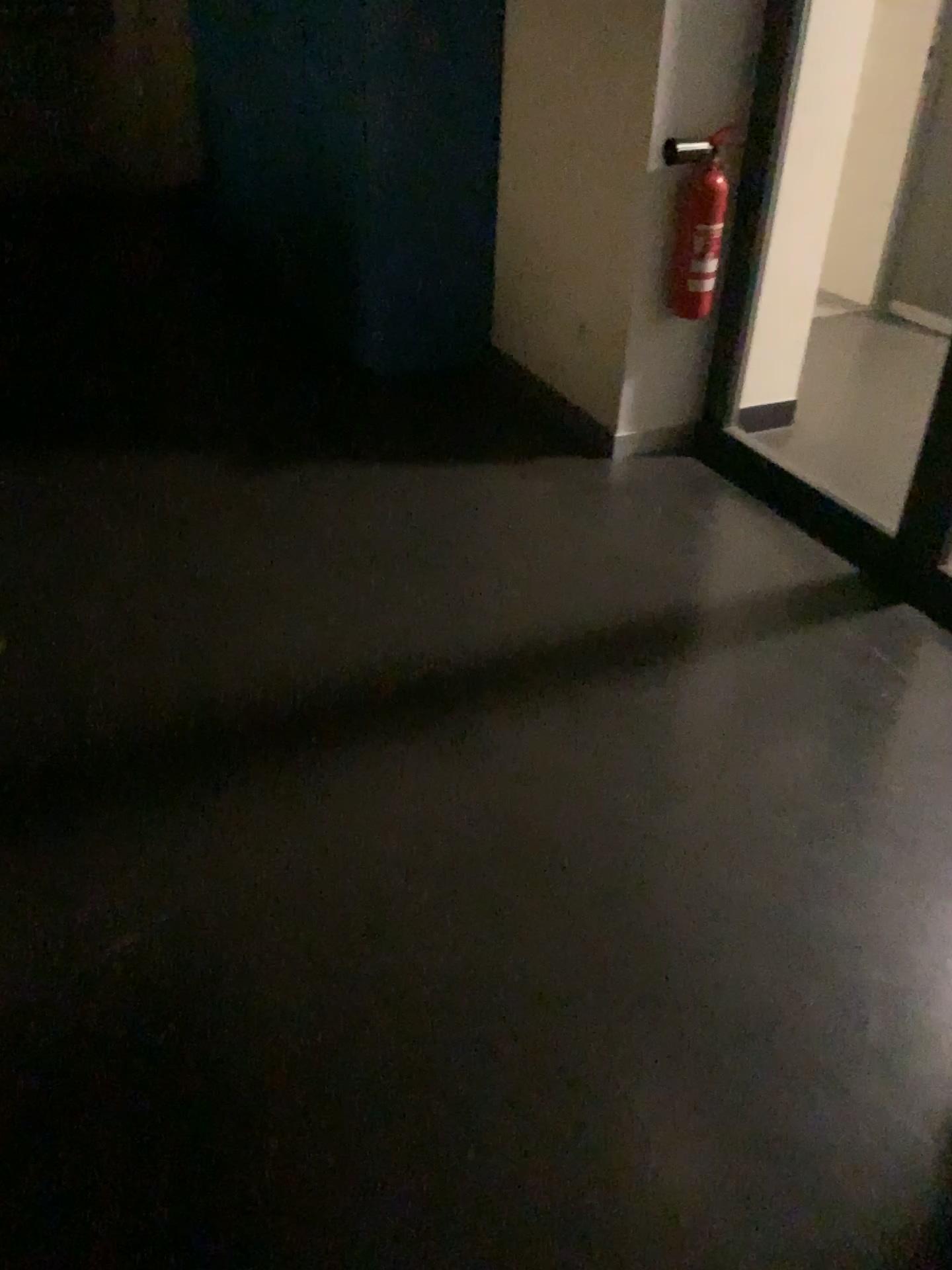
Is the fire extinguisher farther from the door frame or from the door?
the door

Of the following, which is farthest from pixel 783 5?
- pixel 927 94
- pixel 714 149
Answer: pixel 927 94

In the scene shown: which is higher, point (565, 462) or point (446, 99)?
point (446, 99)

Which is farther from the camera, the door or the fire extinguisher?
the door

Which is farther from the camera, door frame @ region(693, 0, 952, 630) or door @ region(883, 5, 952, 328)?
door @ region(883, 5, 952, 328)

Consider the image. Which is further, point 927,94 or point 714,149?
point 927,94

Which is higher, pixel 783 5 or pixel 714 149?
pixel 783 5

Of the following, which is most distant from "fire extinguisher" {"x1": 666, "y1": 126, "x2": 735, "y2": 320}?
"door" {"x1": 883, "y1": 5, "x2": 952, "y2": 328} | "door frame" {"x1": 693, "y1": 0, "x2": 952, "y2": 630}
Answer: "door" {"x1": 883, "y1": 5, "x2": 952, "y2": 328}

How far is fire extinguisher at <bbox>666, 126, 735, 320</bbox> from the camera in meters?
3.0 m
